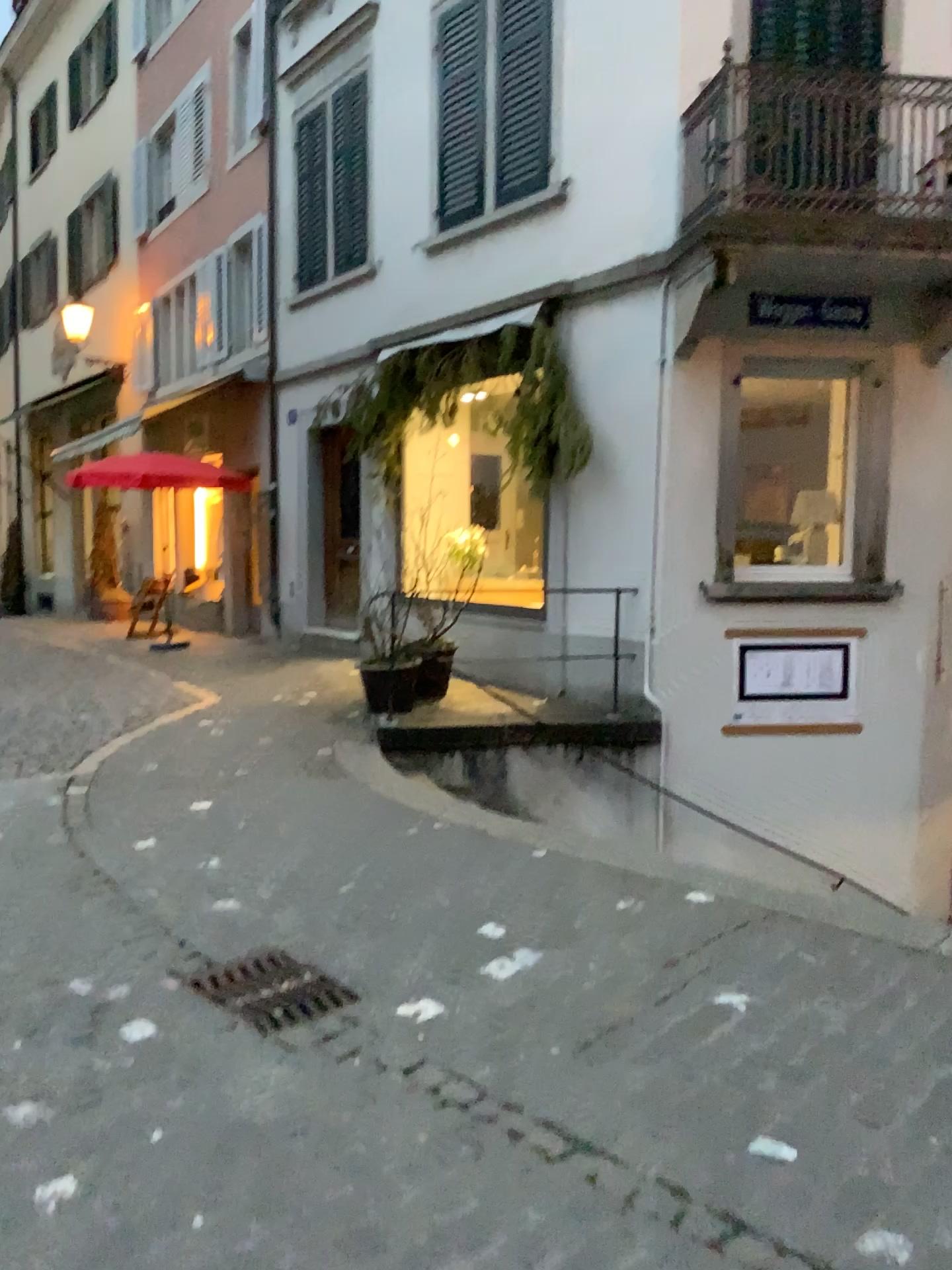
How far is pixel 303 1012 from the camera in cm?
314

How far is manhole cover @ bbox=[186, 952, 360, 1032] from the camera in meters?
3.1

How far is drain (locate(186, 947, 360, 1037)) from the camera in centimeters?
314cm

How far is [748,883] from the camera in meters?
4.1 m

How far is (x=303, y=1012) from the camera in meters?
3.1 m
